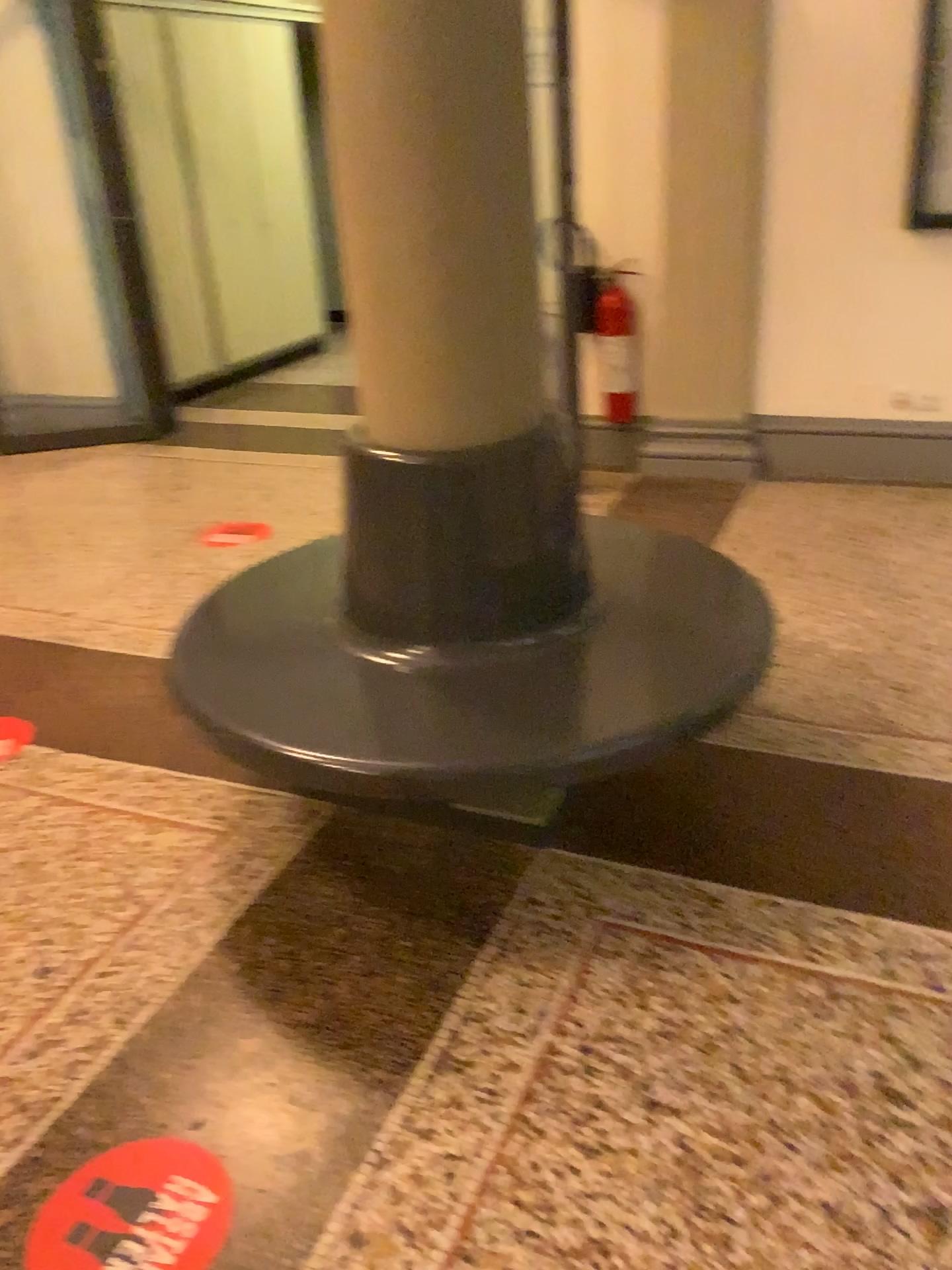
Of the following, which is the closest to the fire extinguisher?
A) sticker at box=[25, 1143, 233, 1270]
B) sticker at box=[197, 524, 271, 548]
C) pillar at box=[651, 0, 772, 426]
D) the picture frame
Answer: pillar at box=[651, 0, 772, 426]

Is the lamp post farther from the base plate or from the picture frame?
the picture frame

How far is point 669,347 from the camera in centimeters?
459cm

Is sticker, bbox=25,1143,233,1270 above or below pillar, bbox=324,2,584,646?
below

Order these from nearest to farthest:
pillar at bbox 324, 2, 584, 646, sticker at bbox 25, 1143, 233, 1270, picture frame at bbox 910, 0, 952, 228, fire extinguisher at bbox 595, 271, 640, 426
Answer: sticker at bbox 25, 1143, 233, 1270, pillar at bbox 324, 2, 584, 646, picture frame at bbox 910, 0, 952, 228, fire extinguisher at bbox 595, 271, 640, 426

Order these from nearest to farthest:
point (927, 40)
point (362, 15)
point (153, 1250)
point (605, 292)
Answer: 1. point (153, 1250)
2. point (362, 15)
3. point (927, 40)
4. point (605, 292)

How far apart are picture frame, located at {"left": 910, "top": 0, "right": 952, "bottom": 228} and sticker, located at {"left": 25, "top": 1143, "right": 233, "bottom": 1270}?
4.0m

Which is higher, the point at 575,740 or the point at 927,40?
the point at 927,40

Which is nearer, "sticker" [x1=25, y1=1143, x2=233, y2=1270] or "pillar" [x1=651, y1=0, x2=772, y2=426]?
"sticker" [x1=25, y1=1143, x2=233, y2=1270]

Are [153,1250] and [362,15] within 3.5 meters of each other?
yes
